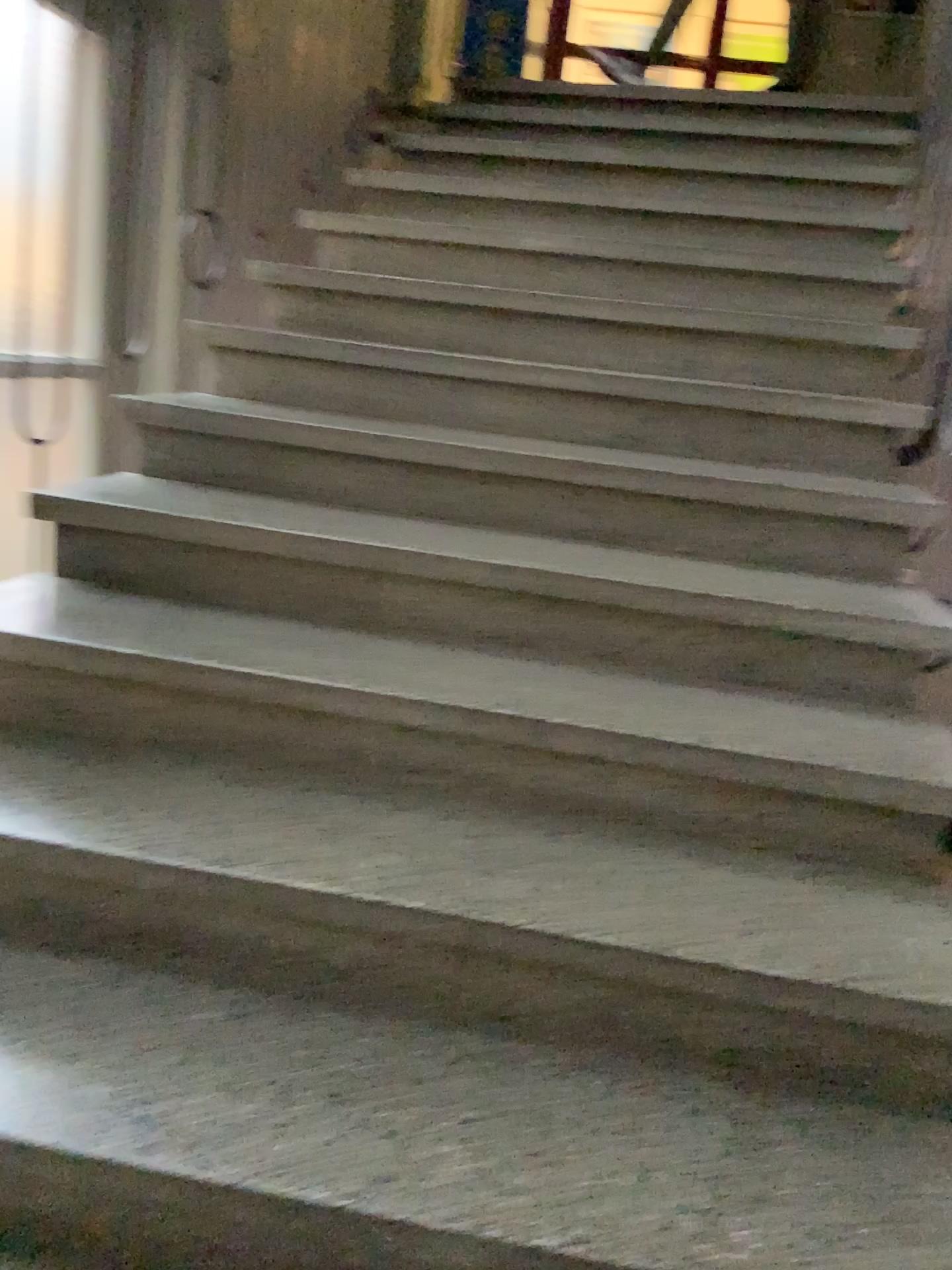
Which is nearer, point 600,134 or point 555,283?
point 555,283
